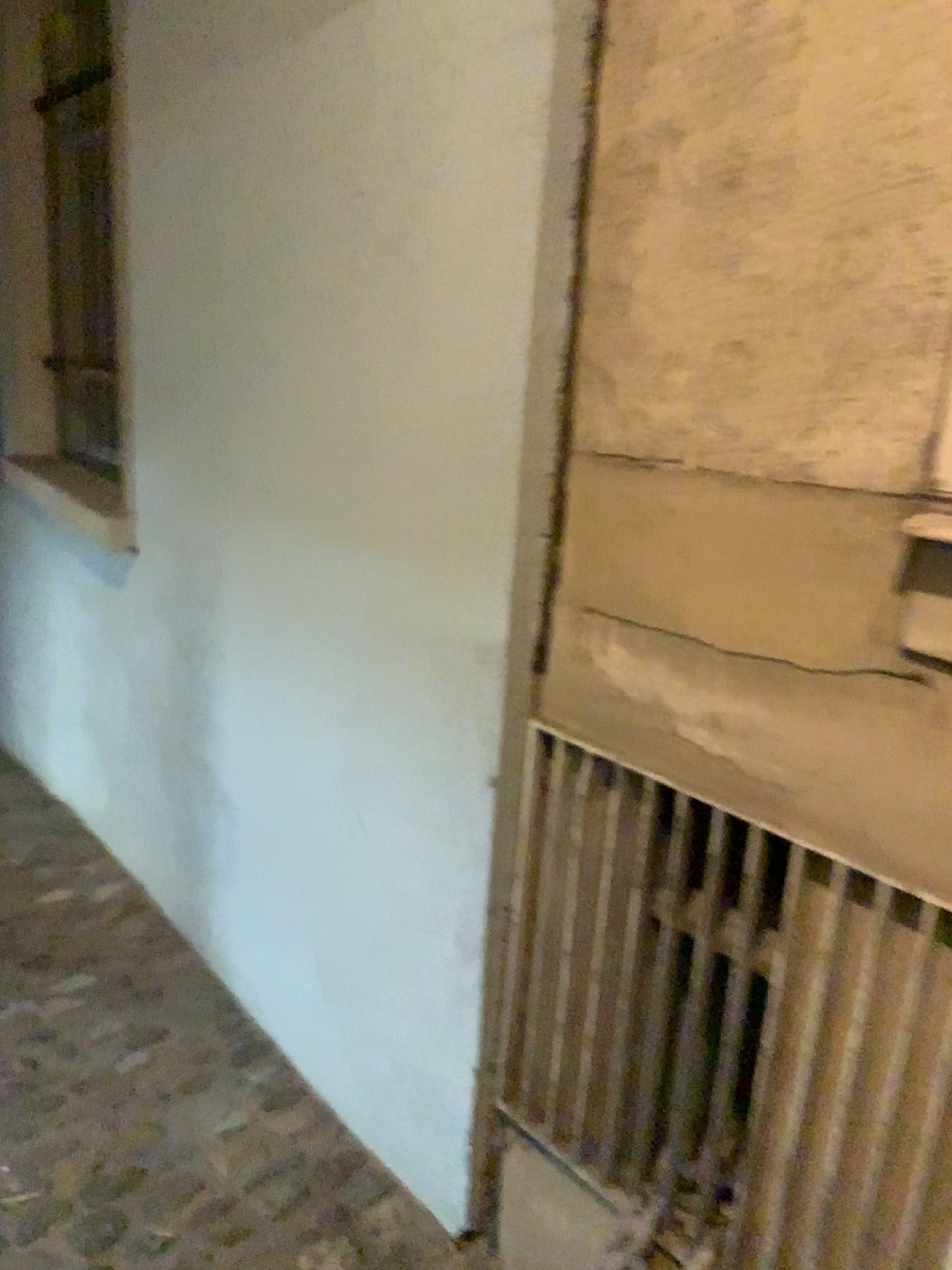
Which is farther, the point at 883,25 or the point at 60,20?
the point at 60,20

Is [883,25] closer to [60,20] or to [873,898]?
[873,898]

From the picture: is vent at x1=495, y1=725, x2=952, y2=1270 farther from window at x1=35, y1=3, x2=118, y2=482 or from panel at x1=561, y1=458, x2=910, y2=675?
window at x1=35, y1=3, x2=118, y2=482

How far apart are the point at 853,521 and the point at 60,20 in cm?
340

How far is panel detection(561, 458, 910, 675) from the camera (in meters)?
1.07

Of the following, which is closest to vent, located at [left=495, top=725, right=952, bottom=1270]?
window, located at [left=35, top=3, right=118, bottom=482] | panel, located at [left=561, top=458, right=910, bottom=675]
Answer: panel, located at [left=561, top=458, right=910, bottom=675]

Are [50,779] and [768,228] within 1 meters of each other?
no

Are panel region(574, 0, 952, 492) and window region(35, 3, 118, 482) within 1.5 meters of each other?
no

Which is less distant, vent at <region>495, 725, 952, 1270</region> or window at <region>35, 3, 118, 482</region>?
vent at <region>495, 725, 952, 1270</region>

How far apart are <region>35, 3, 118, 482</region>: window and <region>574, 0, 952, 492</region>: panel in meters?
2.5 m
